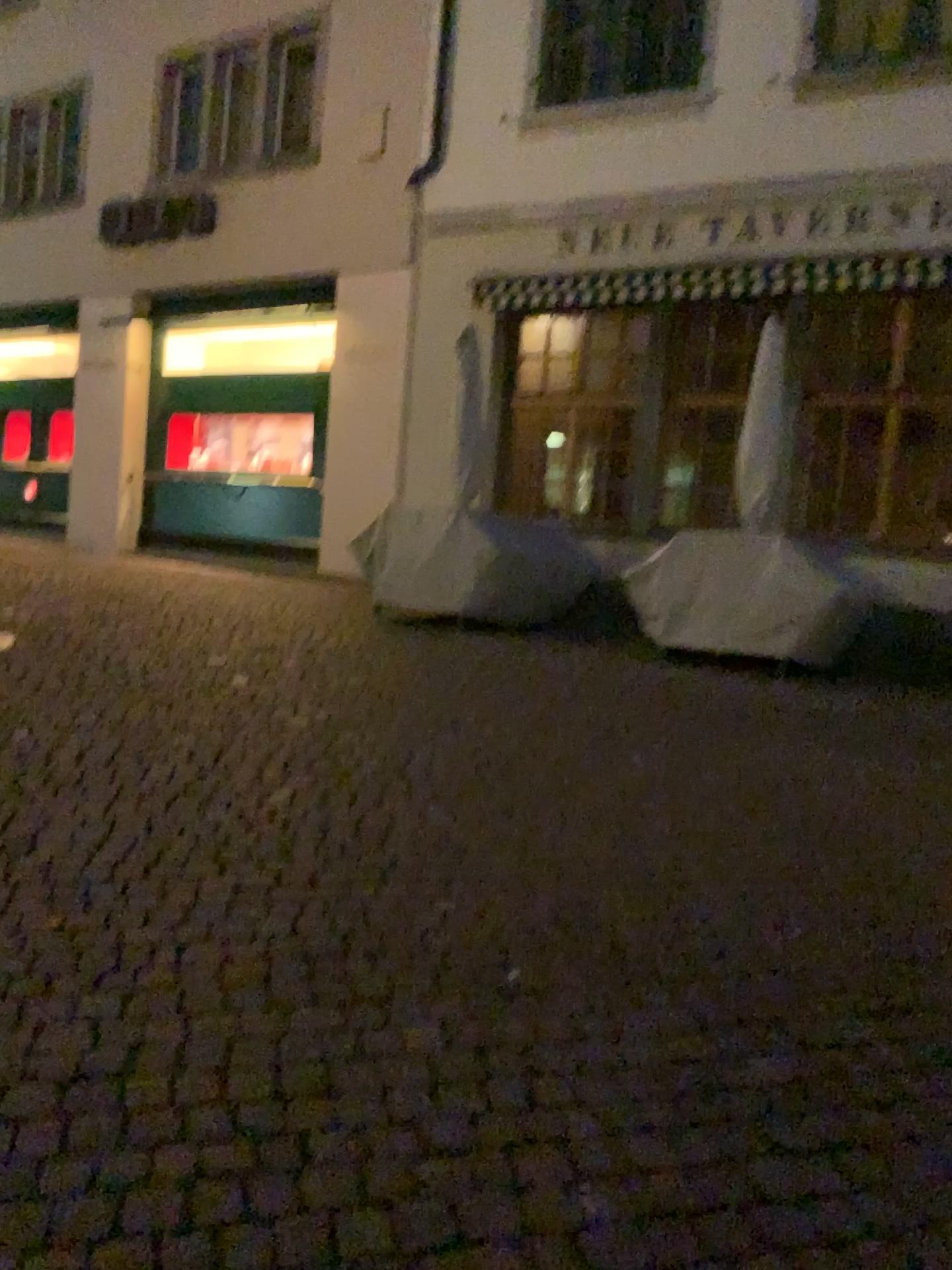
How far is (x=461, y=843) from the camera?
3.5m
